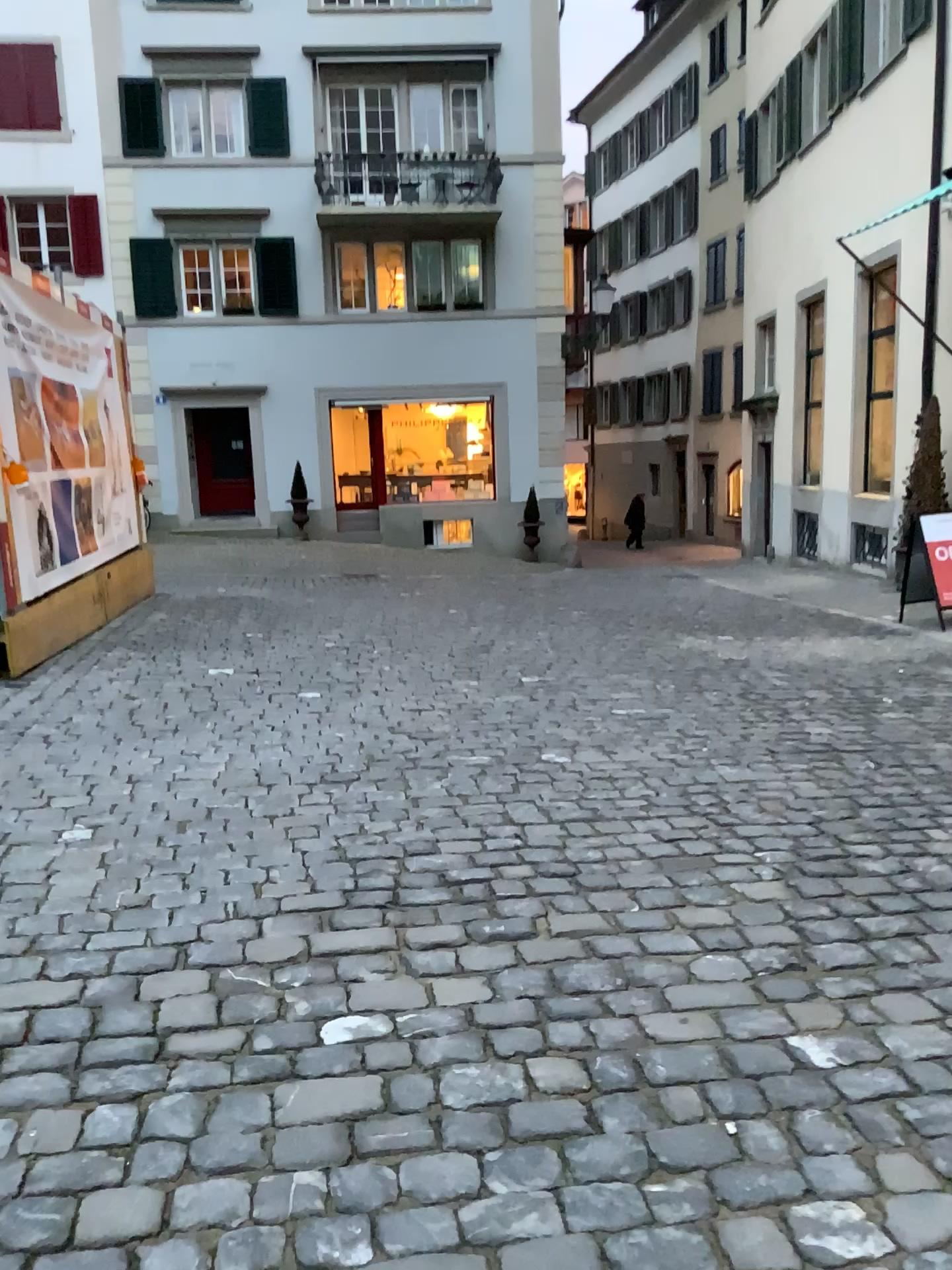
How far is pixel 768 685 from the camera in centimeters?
574cm
